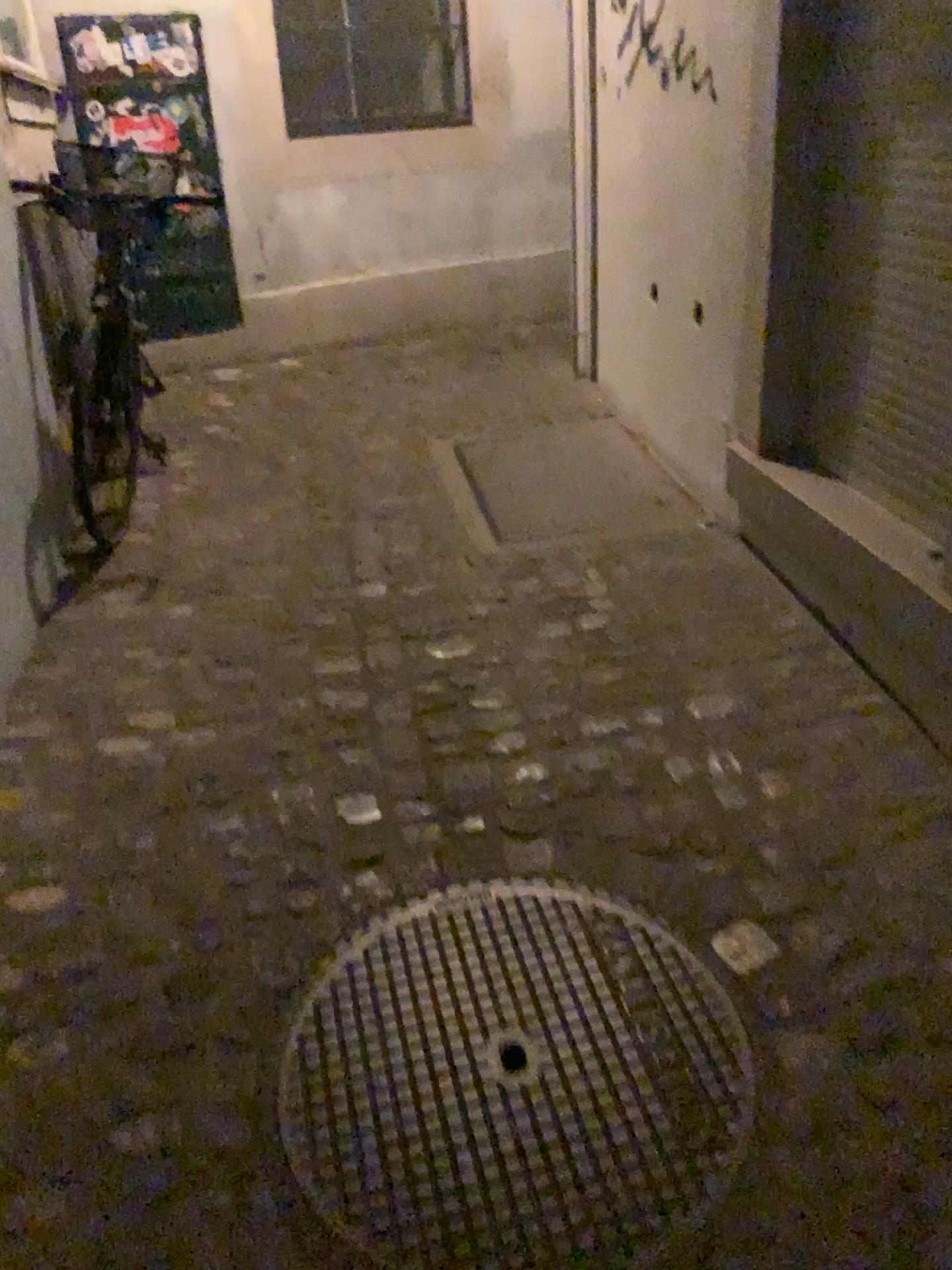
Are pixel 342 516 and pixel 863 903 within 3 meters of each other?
yes

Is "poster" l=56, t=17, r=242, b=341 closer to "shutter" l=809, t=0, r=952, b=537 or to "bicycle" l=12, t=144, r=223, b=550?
"bicycle" l=12, t=144, r=223, b=550

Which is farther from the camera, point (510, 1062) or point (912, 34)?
point (912, 34)

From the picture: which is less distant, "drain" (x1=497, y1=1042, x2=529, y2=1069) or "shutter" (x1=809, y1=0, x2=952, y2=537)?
"drain" (x1=497, y1=1042, x2=529, y2=1069)

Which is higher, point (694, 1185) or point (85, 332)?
point (85, 332)

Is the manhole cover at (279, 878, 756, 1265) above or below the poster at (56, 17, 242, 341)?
below

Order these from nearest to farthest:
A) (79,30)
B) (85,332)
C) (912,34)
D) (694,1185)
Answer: (694,1185) < (912,34) < (85,332) < (79,30)

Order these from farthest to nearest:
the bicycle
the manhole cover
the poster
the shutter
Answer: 1. the poster
2. the bicycle
3. the shutter
4. the manhole cover

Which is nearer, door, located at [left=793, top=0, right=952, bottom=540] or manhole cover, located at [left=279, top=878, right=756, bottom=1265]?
manhole cover, located at [left=279, top=878, right=756, bottom=1265]

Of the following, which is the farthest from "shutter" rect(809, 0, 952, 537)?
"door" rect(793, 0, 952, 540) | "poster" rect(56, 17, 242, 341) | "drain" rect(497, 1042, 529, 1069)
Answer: "poster" rect(56, 17, 242, 341)
